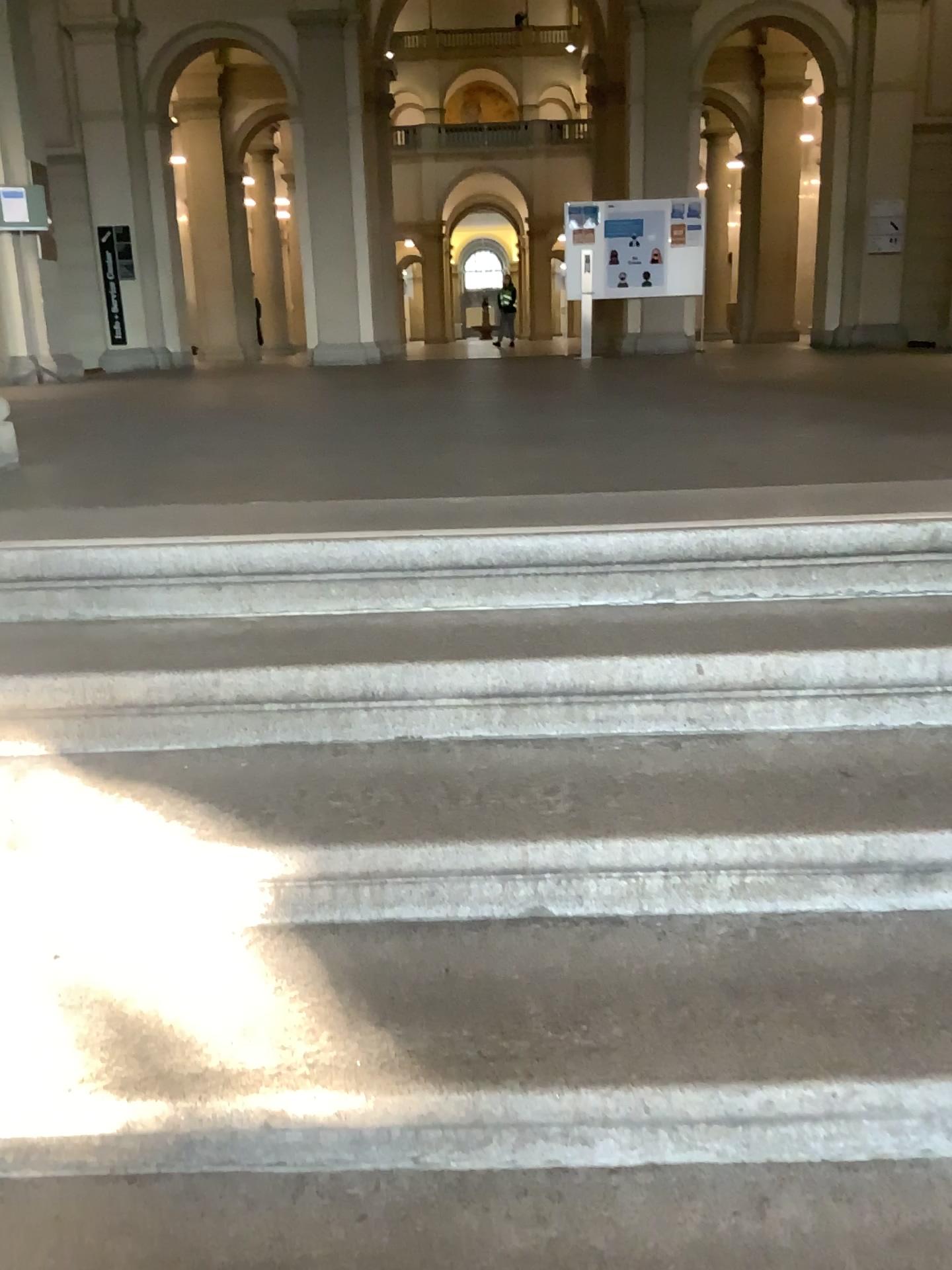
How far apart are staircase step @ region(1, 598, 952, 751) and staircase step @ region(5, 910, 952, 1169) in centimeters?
35cm

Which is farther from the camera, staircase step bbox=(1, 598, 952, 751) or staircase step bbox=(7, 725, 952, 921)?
staircase step bbox=(1, 598, 952, 751)

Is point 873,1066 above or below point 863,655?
below

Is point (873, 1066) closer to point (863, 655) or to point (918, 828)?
point (918, 828)

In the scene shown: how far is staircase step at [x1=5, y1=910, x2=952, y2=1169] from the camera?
1.19m

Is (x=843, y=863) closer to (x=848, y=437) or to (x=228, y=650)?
(x=228, y=650)

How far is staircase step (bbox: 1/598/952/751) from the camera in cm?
170

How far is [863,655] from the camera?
1.70m

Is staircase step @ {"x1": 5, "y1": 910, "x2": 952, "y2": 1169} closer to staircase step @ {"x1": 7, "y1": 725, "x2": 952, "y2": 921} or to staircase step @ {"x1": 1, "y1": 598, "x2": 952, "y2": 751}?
staircase step @ {"x1": 7, "y1": 725, "x2": 952, "y2": 921}
